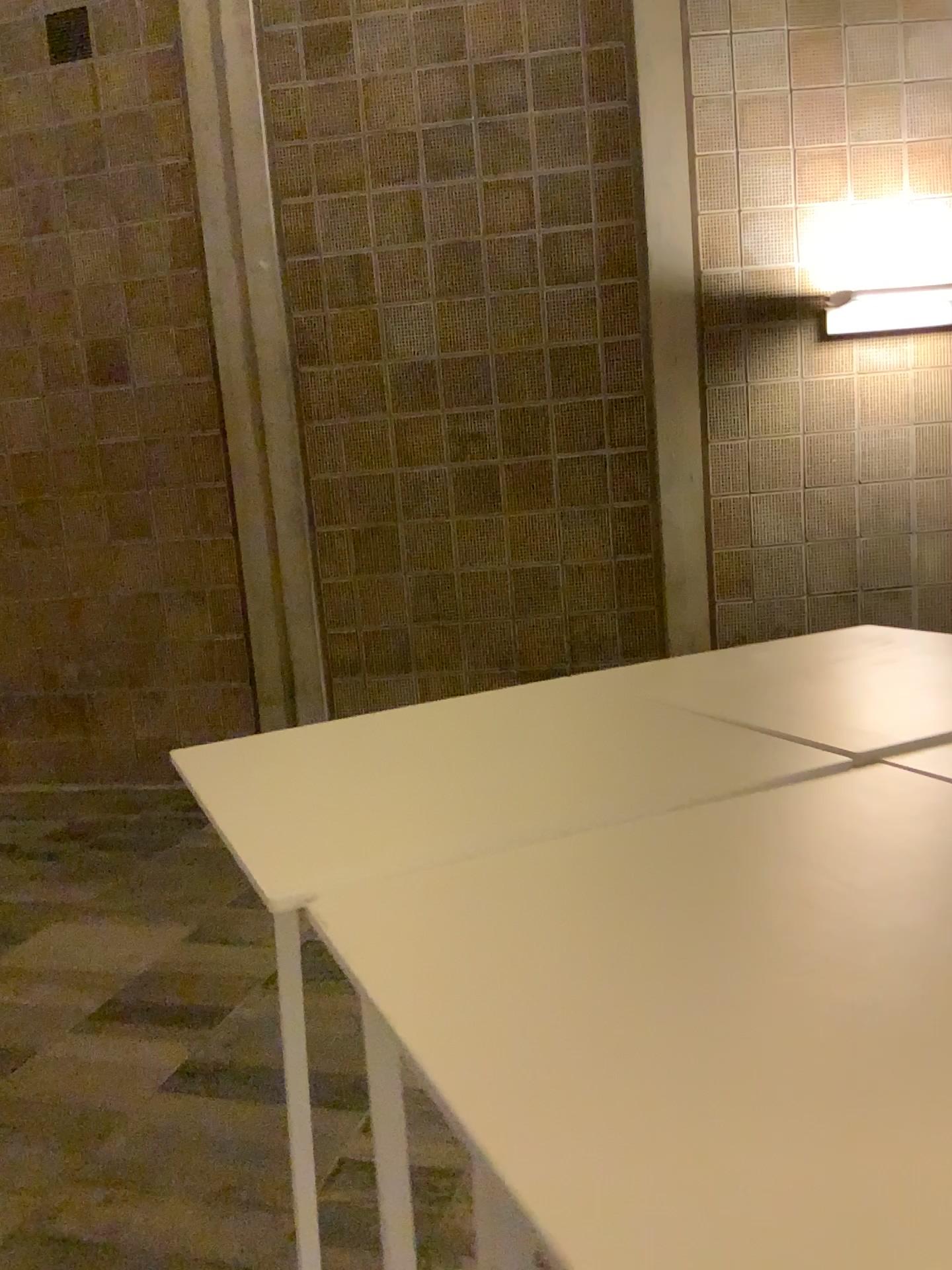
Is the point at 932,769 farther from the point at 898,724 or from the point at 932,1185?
the point at 932,1185

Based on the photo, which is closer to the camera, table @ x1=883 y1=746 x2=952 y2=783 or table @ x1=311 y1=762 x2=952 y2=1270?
table @ x1=311 y1=762 x2=952 y2=1270

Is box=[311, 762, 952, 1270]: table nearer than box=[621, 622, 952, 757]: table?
Yes

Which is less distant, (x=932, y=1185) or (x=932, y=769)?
(x=932, y=1185)

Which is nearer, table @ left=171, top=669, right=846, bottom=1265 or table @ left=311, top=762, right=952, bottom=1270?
table @ left=311, top=762, right=952, bottom=1270

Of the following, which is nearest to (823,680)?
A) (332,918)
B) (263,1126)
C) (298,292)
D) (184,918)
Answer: (332,918)

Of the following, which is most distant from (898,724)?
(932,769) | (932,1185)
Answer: (932,1185)
